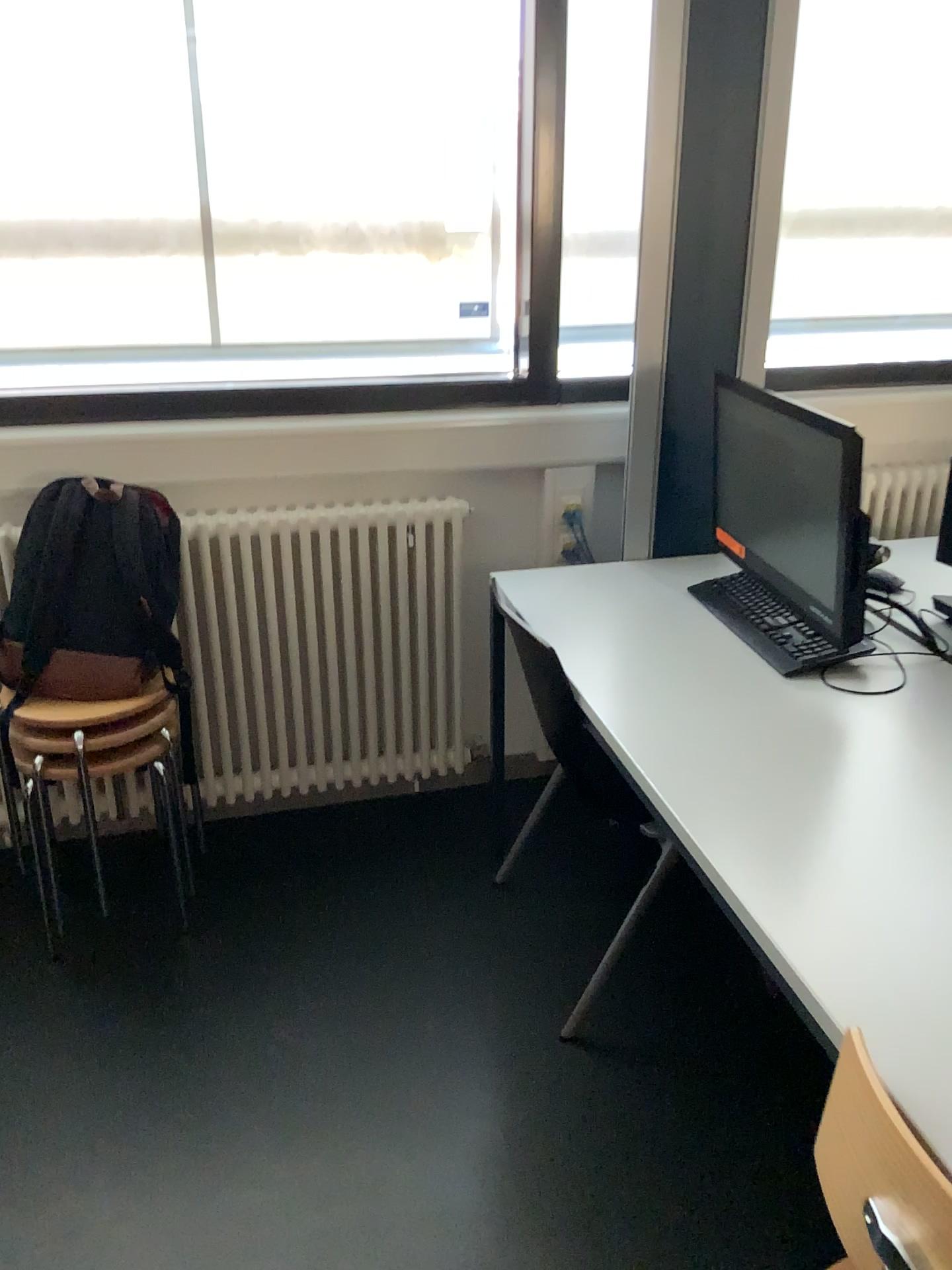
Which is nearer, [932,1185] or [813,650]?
[932,1185]

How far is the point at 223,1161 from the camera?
1.8m

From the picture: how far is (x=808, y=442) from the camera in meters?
1.9 m

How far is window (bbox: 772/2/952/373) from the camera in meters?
2.8

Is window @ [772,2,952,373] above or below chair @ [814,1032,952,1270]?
above

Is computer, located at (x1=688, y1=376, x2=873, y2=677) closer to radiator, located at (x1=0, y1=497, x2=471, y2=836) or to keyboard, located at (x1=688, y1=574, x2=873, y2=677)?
keyboard, located at (x1=688, y1=574, x2=873, y2=677)

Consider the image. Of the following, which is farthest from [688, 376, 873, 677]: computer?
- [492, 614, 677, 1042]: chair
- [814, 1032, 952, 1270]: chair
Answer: [814, 1032, 952, 1270]: chair

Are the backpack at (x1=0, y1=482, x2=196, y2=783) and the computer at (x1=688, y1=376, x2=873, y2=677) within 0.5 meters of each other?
no

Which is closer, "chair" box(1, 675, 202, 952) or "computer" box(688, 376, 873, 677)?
"computer" box(688, 376, 873, 677)

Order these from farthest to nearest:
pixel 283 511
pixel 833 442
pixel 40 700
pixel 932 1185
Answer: pixel 283 511 < pixel 40 700 < pixel 833 442 < pixel 932 1185
